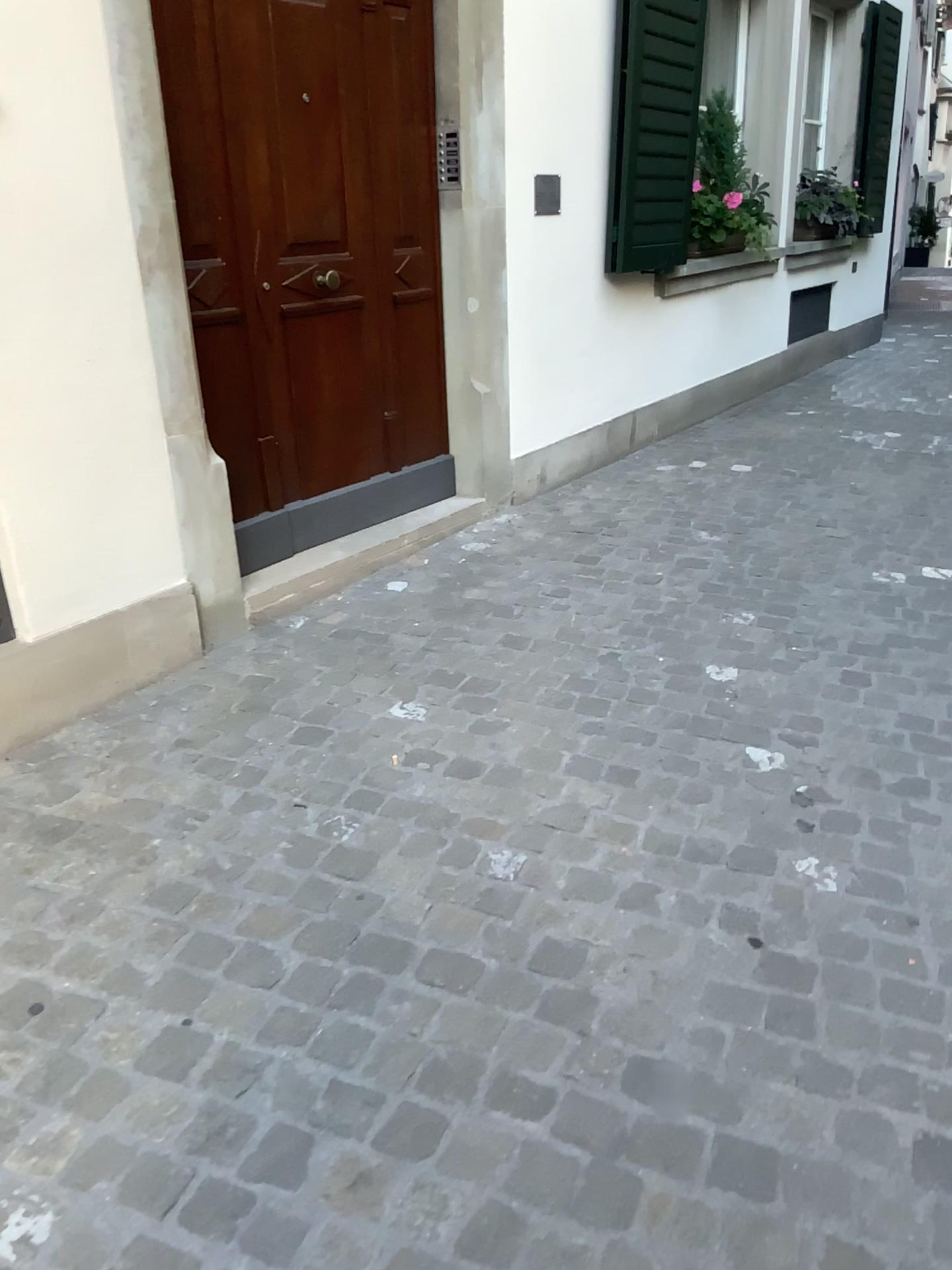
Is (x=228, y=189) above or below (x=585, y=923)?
above
